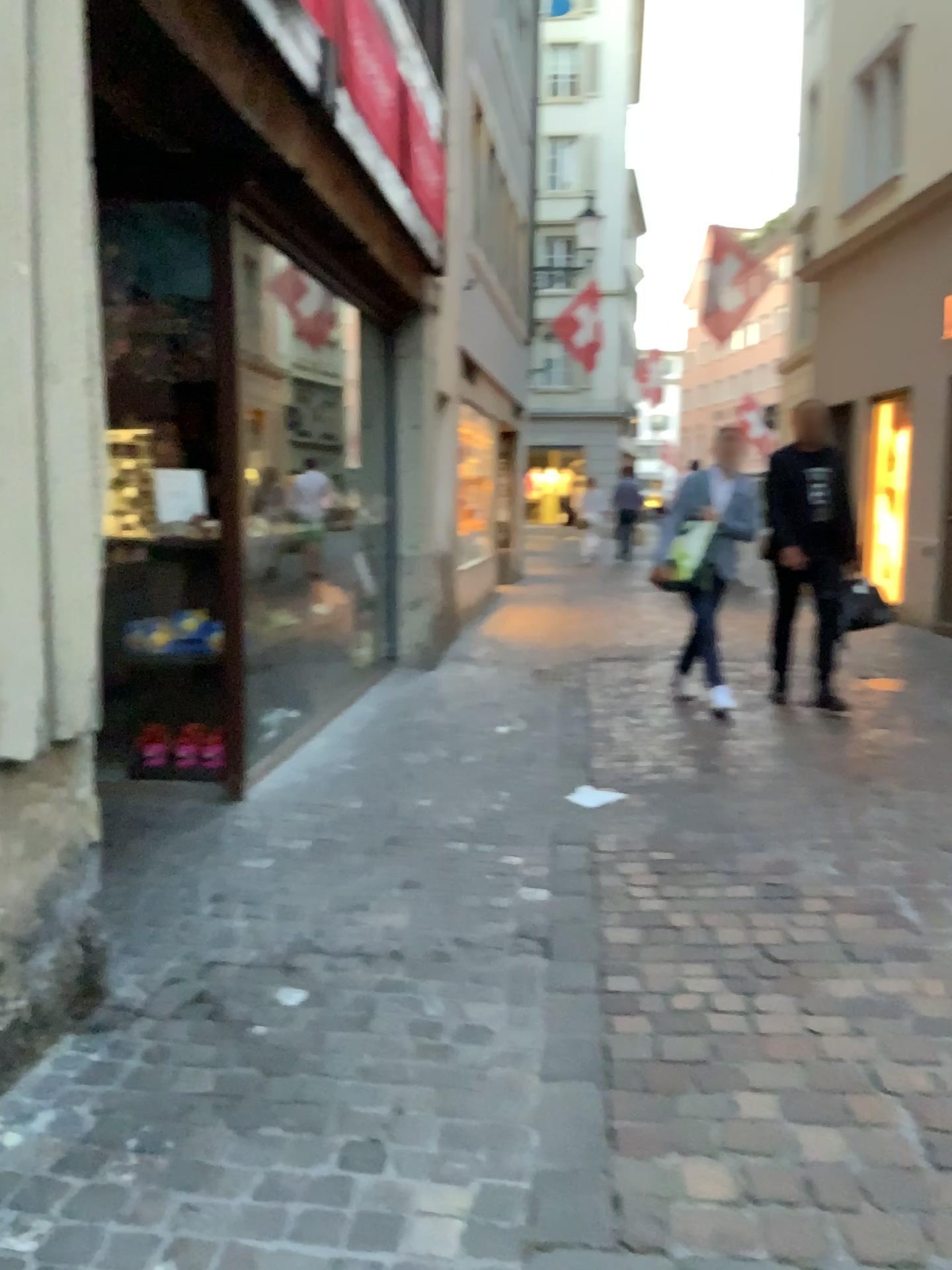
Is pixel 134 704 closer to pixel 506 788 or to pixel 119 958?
pixel 506 788
